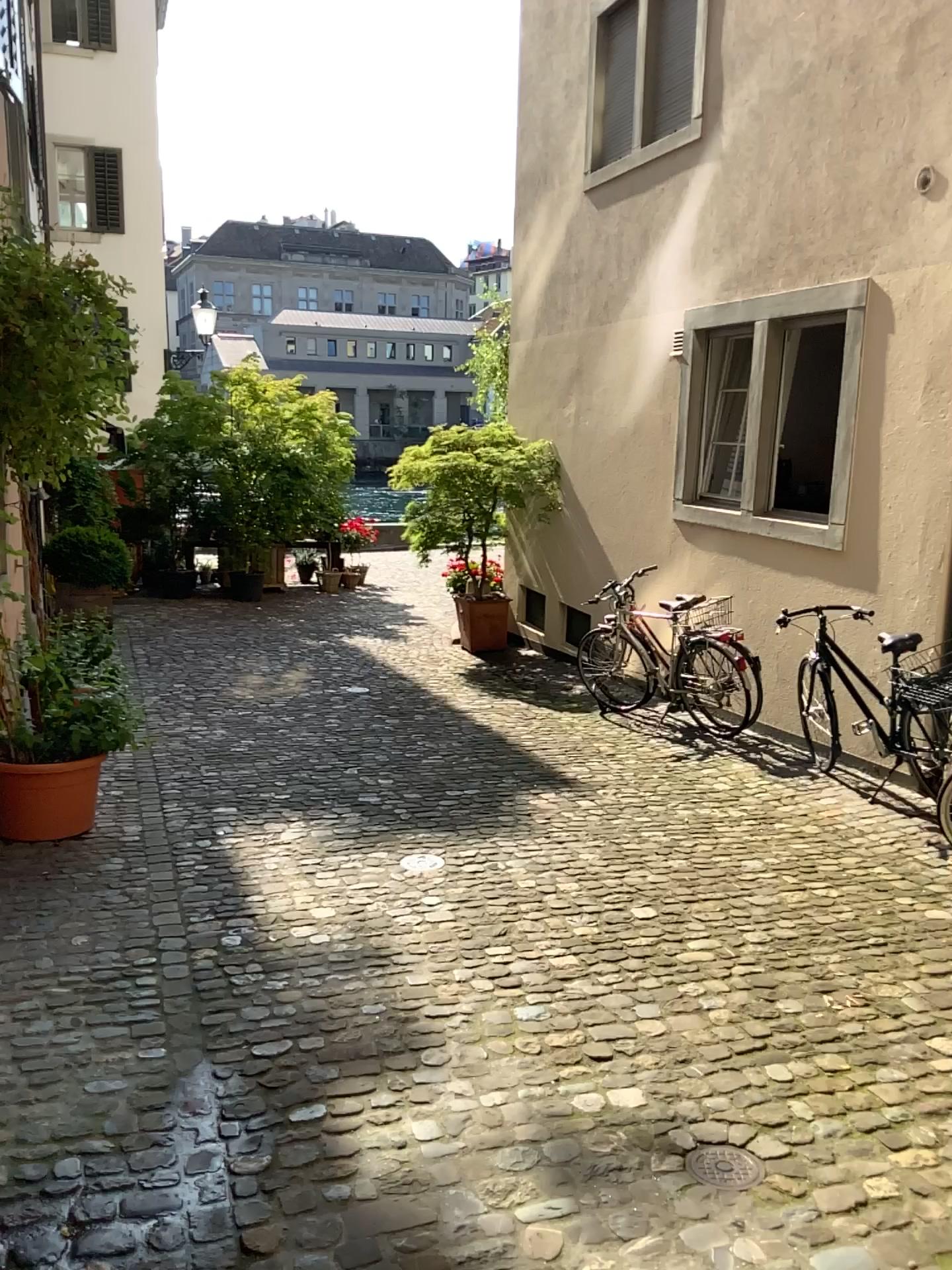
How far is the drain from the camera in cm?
248

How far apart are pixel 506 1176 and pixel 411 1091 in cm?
41

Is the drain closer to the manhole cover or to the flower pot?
the manhole cover

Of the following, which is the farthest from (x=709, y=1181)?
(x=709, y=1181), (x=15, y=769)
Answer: (x=15, y=769)

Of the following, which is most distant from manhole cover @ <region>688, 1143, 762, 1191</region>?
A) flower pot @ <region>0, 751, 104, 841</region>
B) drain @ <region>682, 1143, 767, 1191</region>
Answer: flower pot @ <region>0, 751, 104, 841</region>

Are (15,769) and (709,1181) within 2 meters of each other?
no

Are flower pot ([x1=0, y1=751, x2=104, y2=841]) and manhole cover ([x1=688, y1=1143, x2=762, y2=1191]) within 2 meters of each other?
no

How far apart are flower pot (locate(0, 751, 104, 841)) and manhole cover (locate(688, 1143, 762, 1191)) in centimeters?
313cm

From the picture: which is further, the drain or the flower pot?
the flower pot

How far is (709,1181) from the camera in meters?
2.5 m
